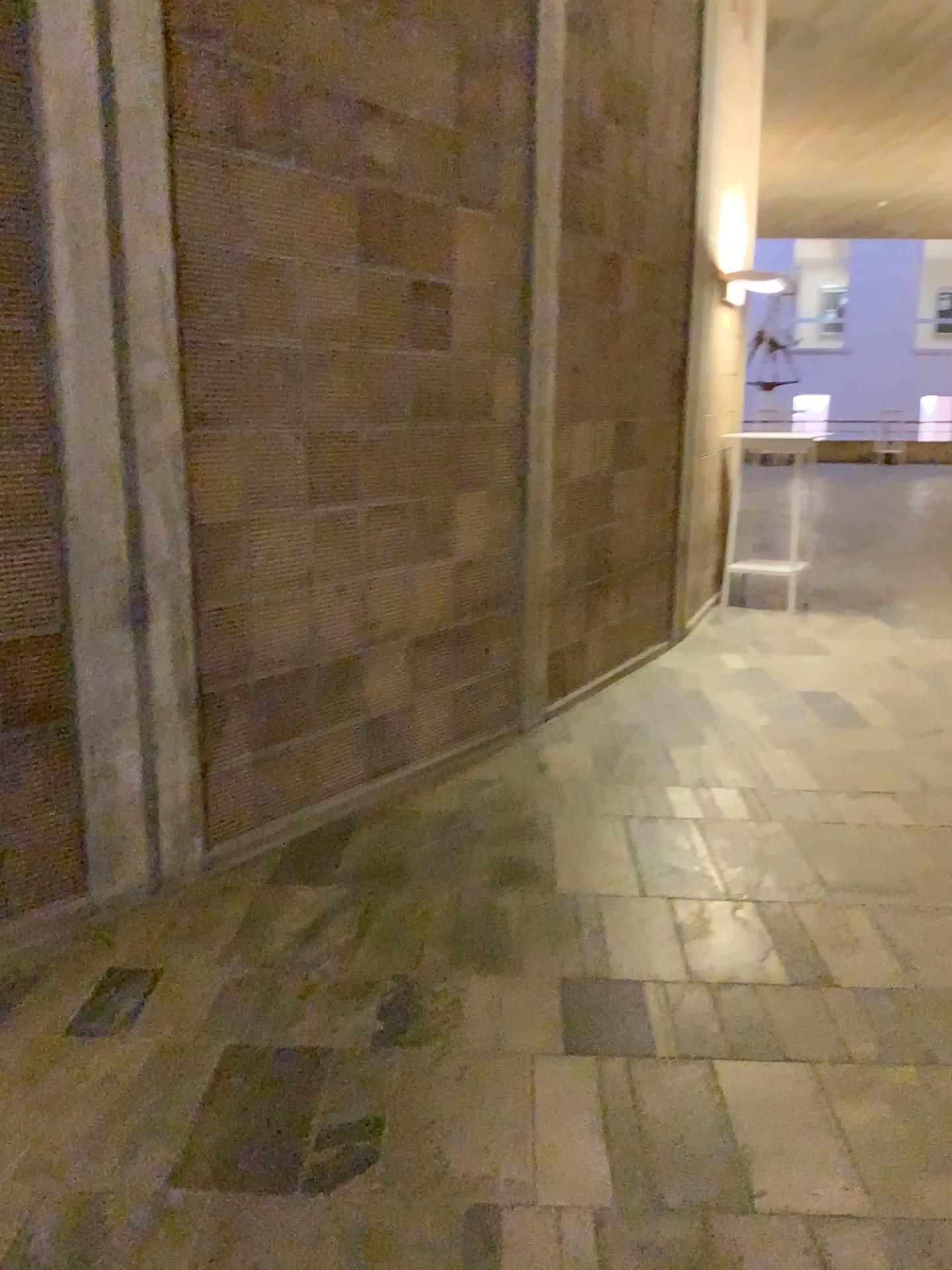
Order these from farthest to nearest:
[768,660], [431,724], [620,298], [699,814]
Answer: [768,660]
[620,298]
[431,724]
[699,814]
